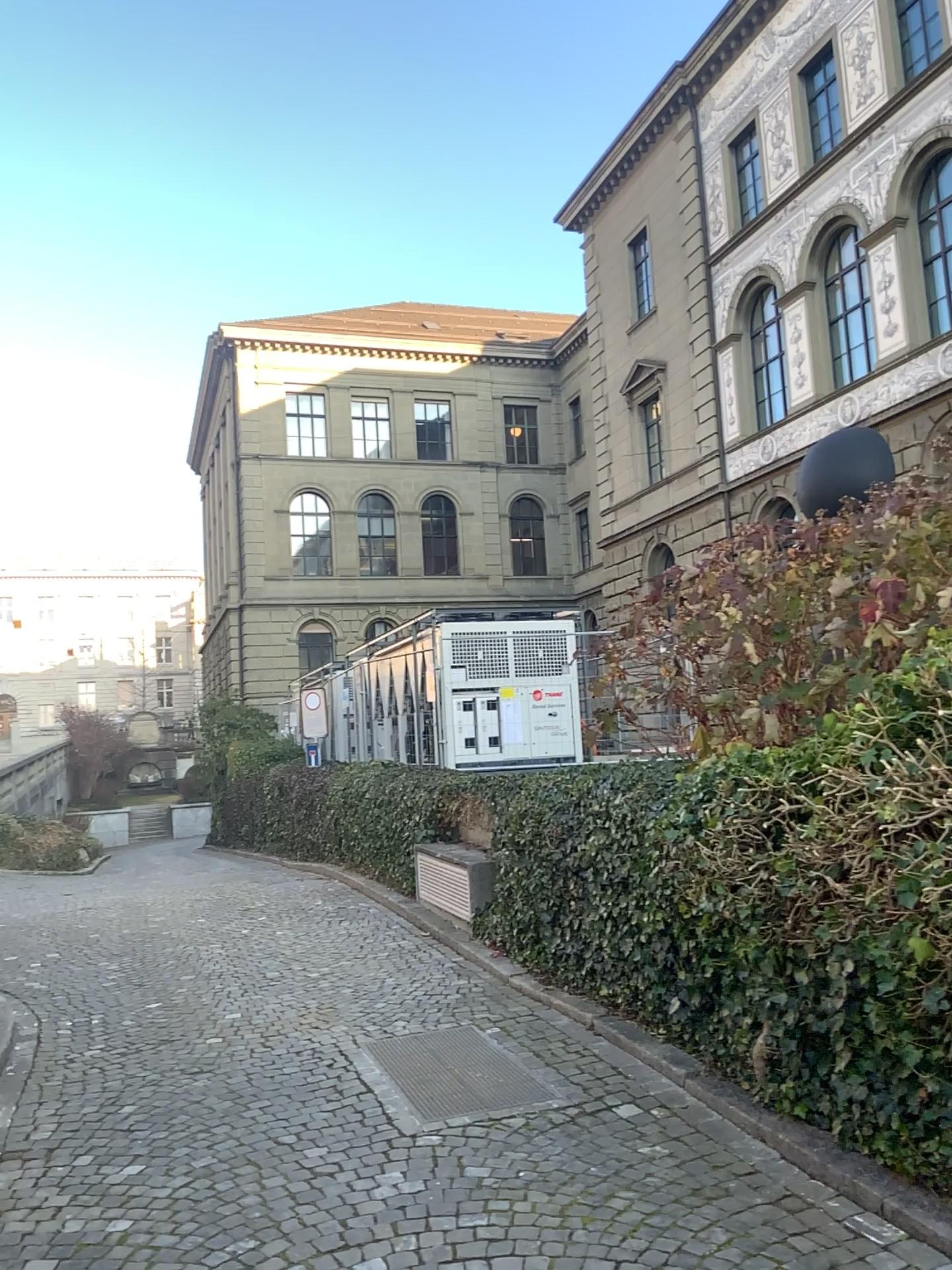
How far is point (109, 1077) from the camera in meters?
5.1 m
